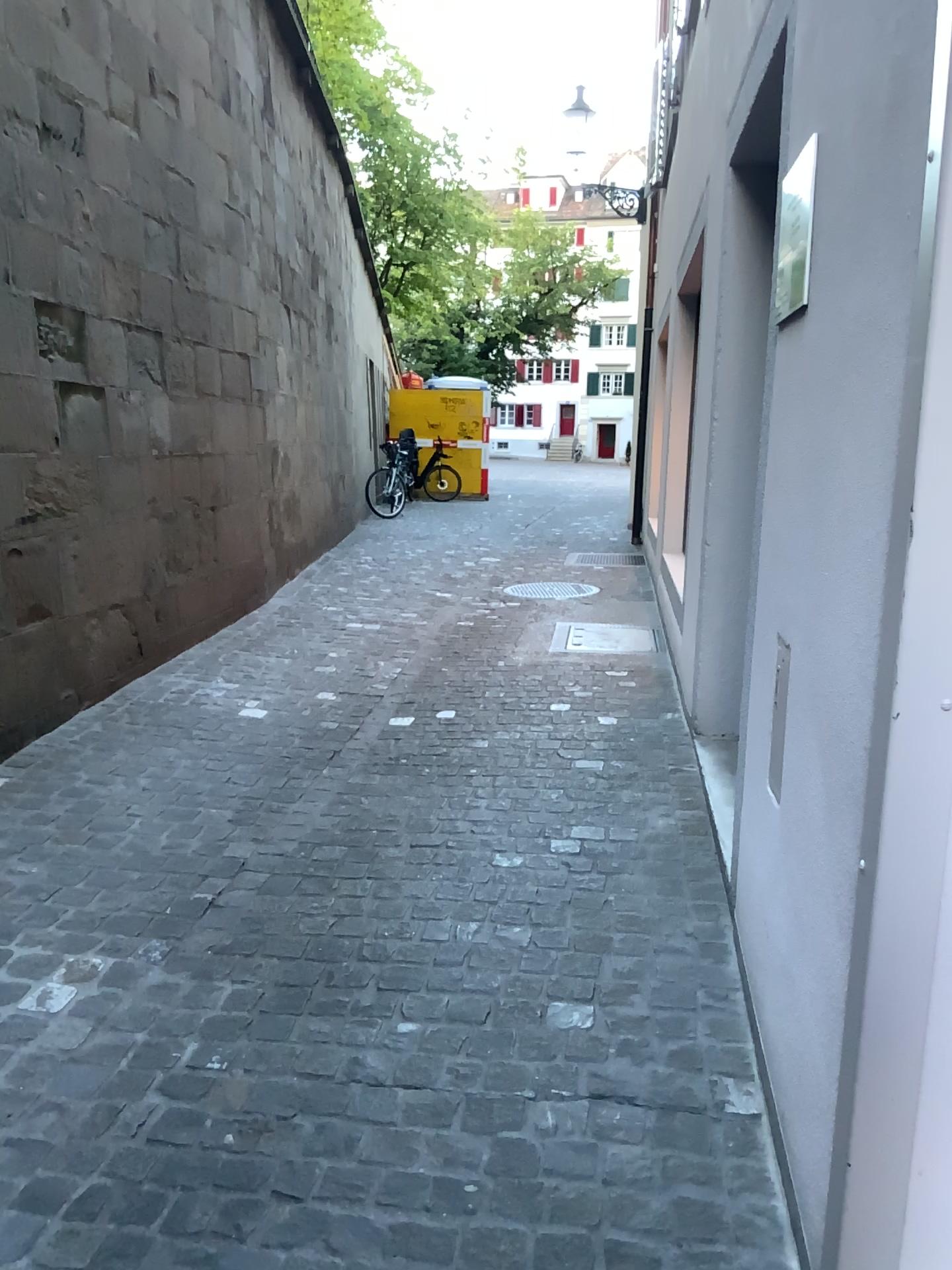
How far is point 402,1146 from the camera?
1.9 meters
